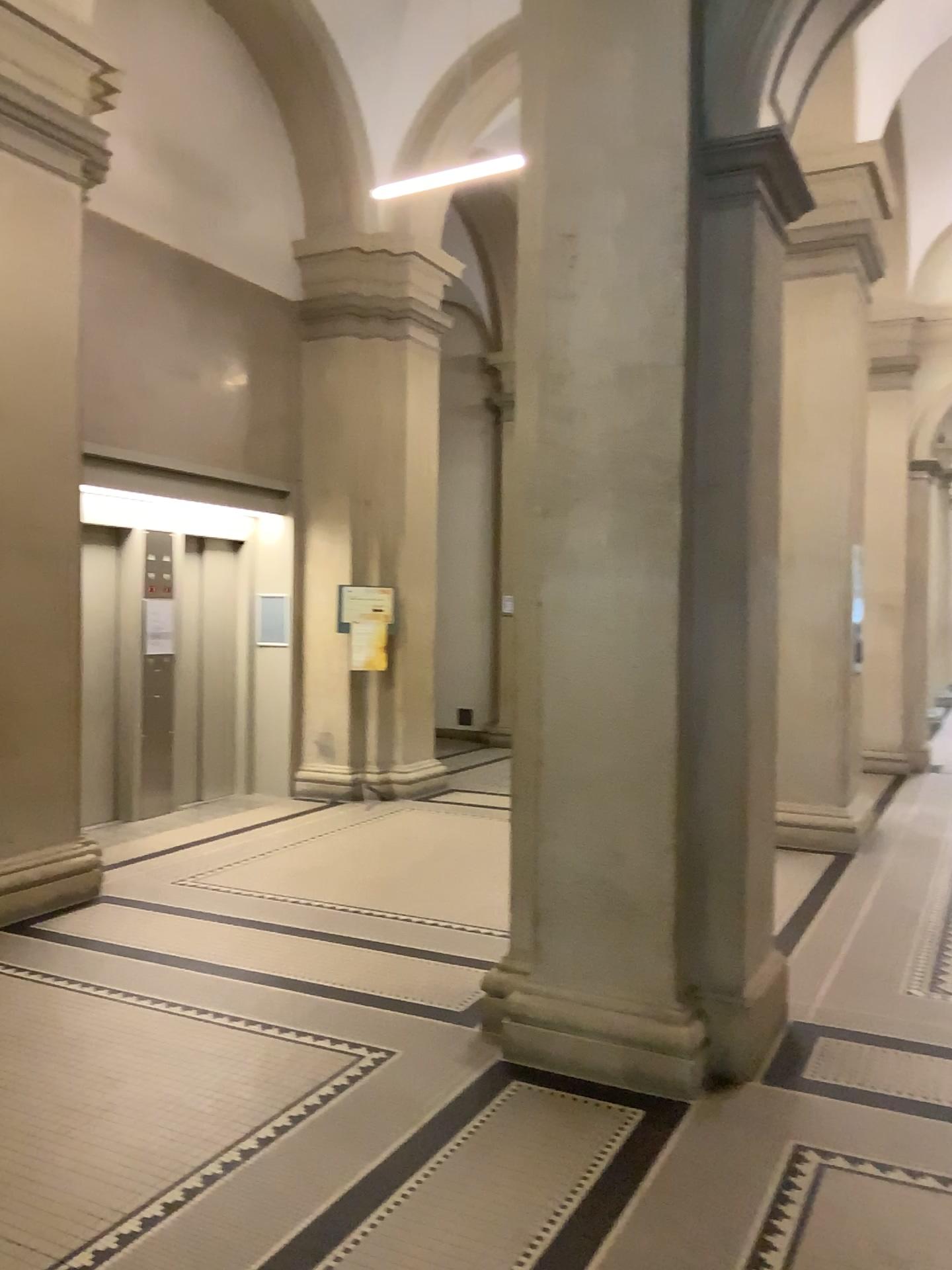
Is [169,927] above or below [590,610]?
below

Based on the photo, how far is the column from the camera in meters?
3.6

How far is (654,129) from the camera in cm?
358
